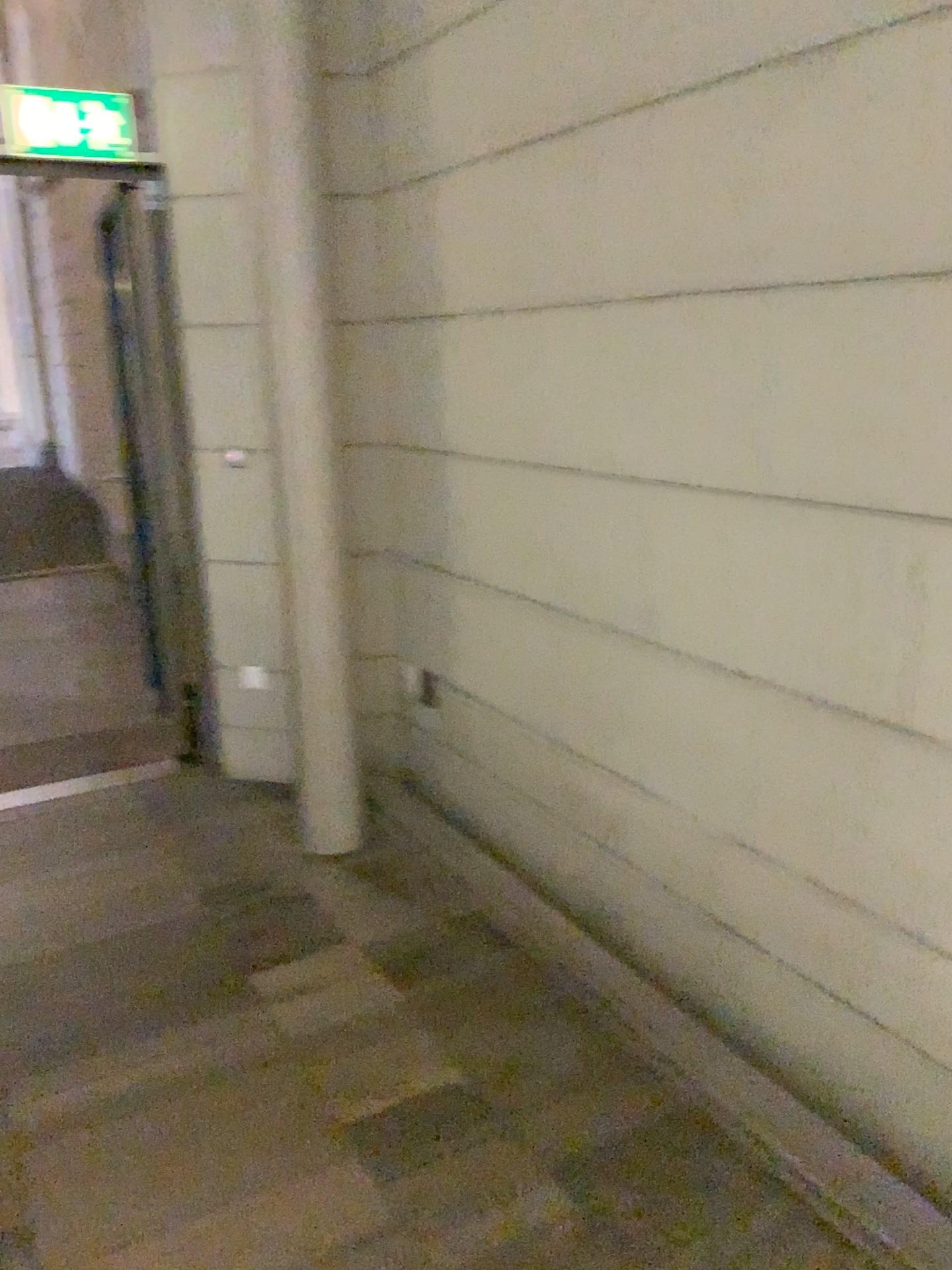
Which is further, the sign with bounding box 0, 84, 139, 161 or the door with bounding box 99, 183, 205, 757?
the door with bounding box 99, 183, 205, 757

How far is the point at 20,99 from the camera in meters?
3.3

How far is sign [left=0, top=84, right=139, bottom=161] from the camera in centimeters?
334cm

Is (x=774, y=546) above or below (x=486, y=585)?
above

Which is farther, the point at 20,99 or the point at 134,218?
the point at 134,218

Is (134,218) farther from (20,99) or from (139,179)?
(20,99)
